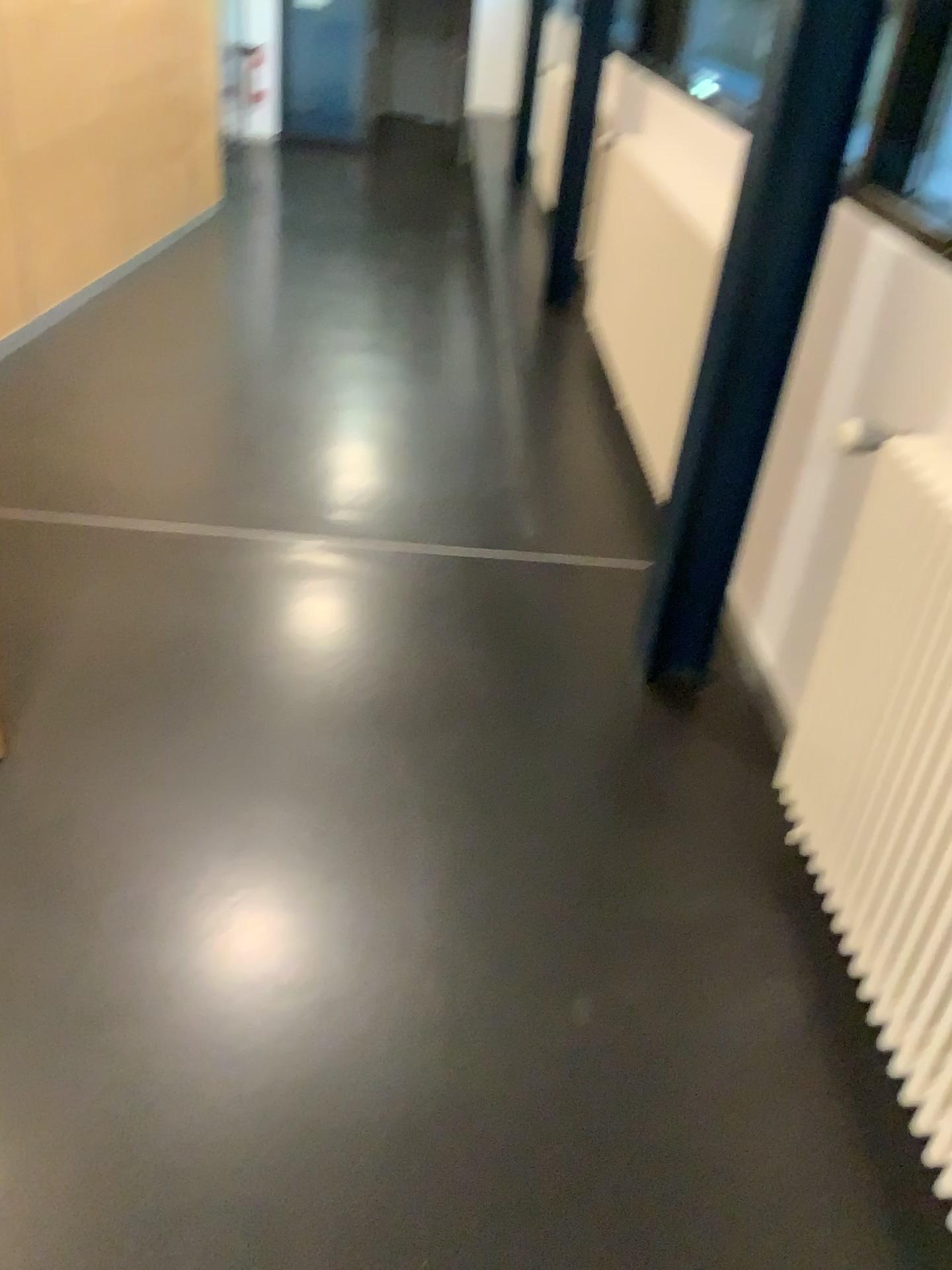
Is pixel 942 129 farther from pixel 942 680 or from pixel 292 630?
pixel 292 630

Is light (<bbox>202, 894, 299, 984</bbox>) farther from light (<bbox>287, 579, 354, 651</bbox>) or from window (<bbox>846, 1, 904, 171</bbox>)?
window (<bbox>846, 1, 904, 171</bbox>)

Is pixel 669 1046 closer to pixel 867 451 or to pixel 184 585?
pixel 867 451

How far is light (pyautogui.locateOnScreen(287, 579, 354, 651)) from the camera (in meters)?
2.62

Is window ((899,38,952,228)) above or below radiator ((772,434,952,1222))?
above

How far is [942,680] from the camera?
1.4m

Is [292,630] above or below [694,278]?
below

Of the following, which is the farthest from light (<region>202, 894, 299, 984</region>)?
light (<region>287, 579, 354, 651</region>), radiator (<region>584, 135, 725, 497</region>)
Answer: radiator (<region>584, 135, 725, 497</region>)

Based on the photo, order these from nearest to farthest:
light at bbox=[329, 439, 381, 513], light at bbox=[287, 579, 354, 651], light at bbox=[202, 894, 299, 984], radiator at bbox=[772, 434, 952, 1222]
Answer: radiator at bbox=[772, 434, 952, 1222] < light at bbox=[202, 894, 299, 984] < light at bbox=[287, 579, 354, 651] < light at bbox=[329, 439, 381, 513]

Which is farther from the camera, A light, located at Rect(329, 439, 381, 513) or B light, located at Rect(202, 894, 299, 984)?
A light, located at Rect(329, 439, 381, 513)
